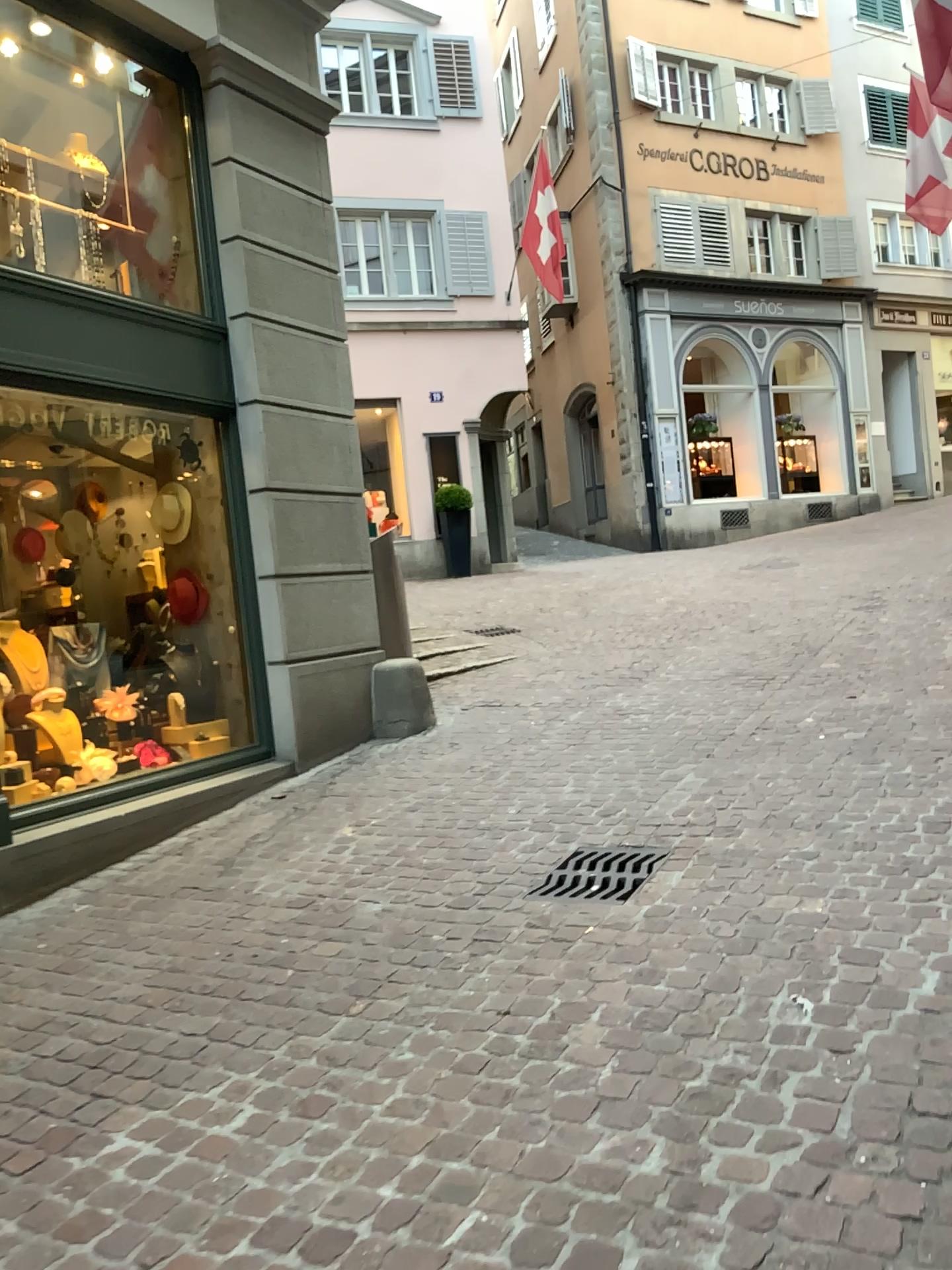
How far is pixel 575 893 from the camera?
3.51m

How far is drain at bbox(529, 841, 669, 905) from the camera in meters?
3.5 m

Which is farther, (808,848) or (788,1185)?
(808,848)
